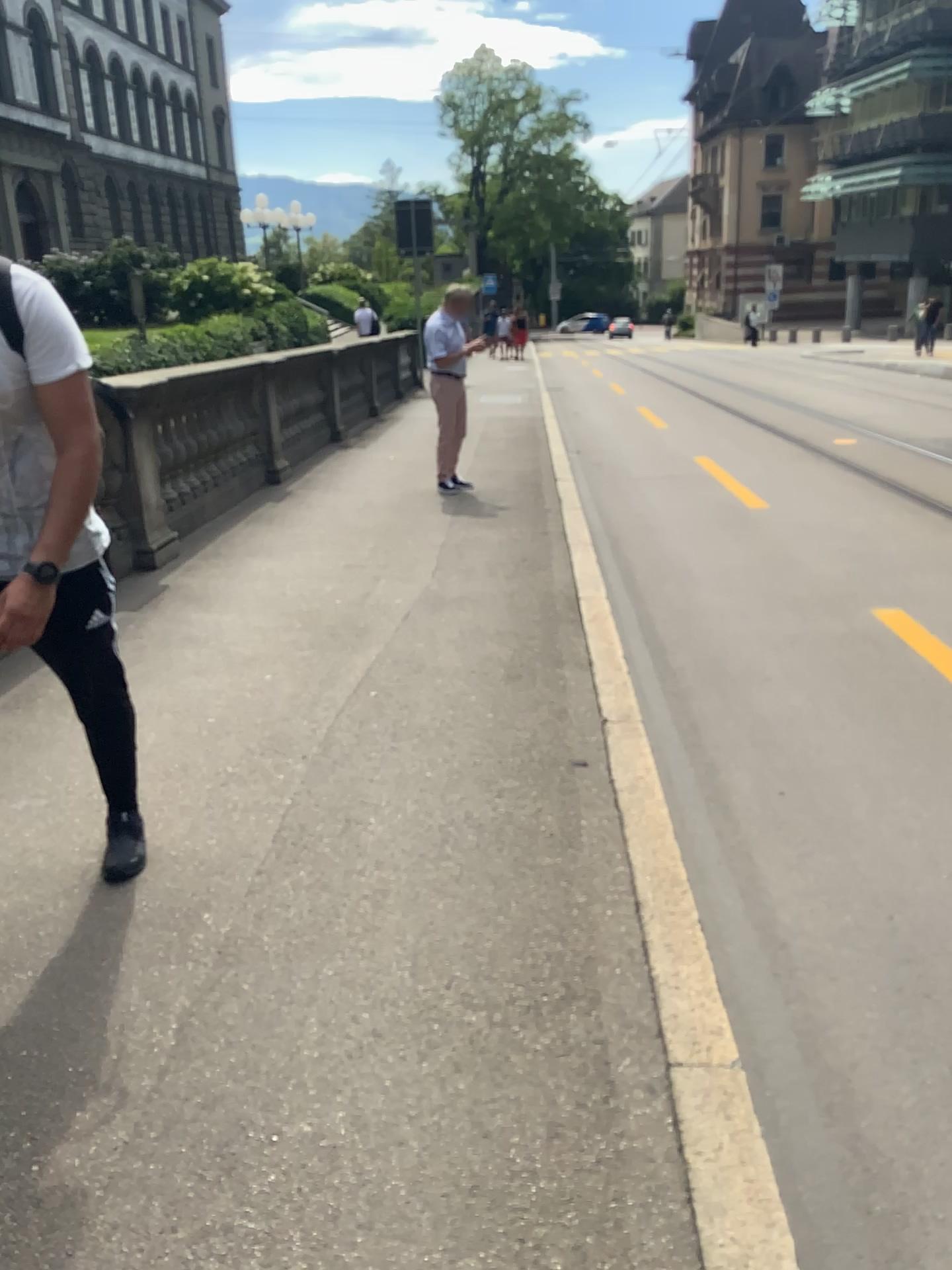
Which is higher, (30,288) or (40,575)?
(30,288)

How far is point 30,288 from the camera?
2.2 meters

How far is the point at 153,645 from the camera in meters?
4.6

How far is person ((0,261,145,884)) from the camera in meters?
2.2 m
